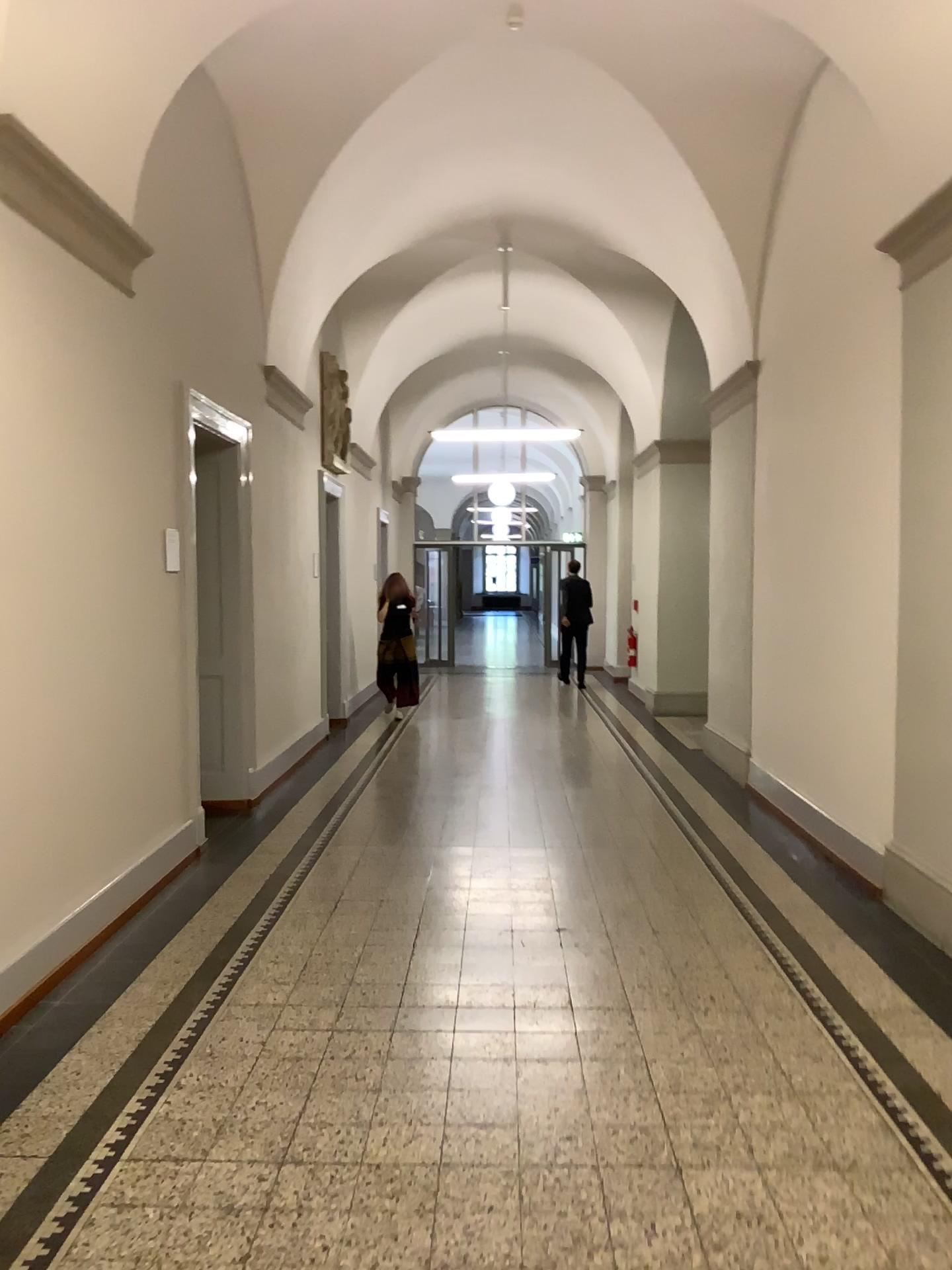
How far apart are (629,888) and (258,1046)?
2.2 meters
